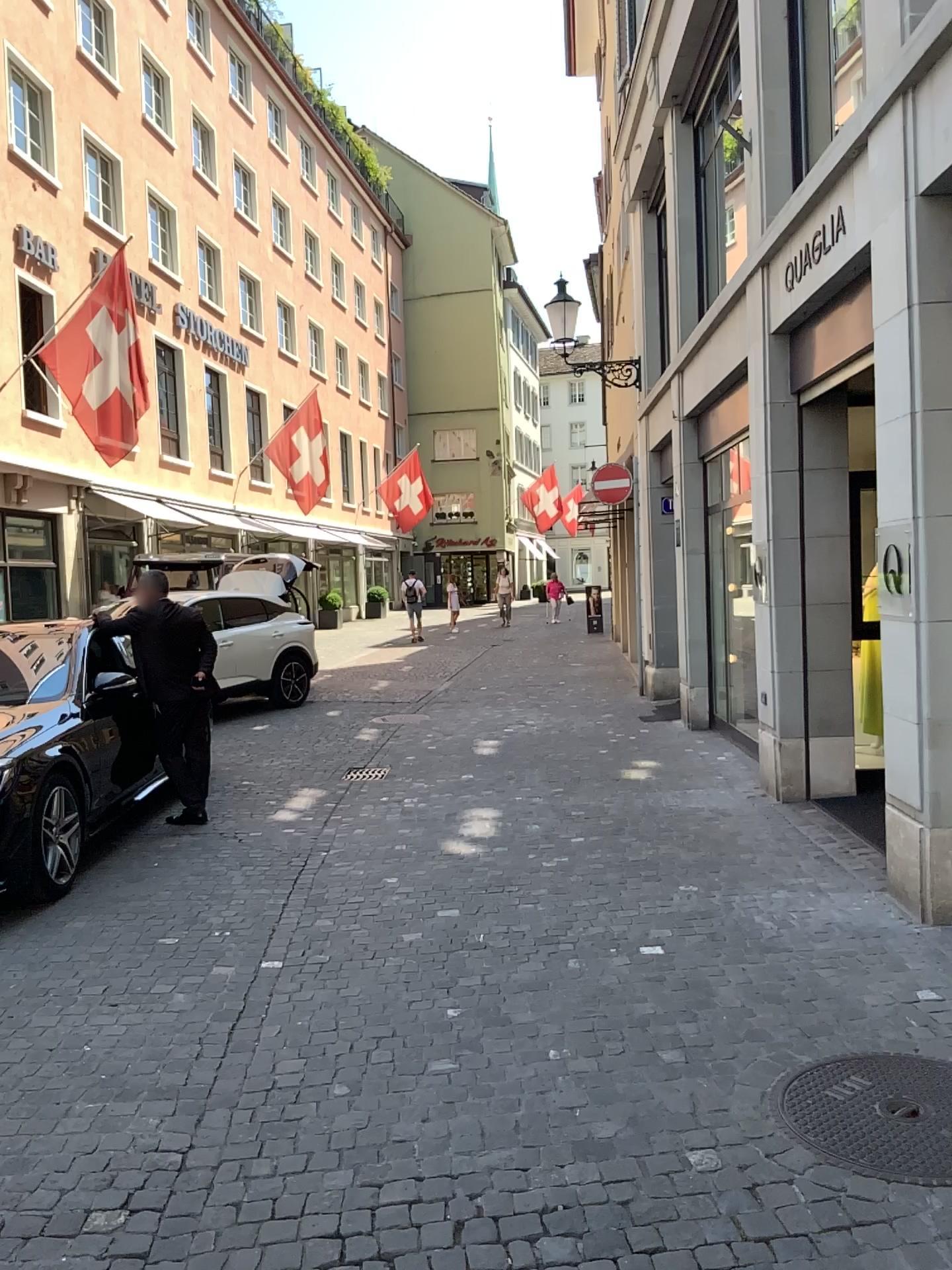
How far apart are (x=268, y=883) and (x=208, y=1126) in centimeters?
261cm
